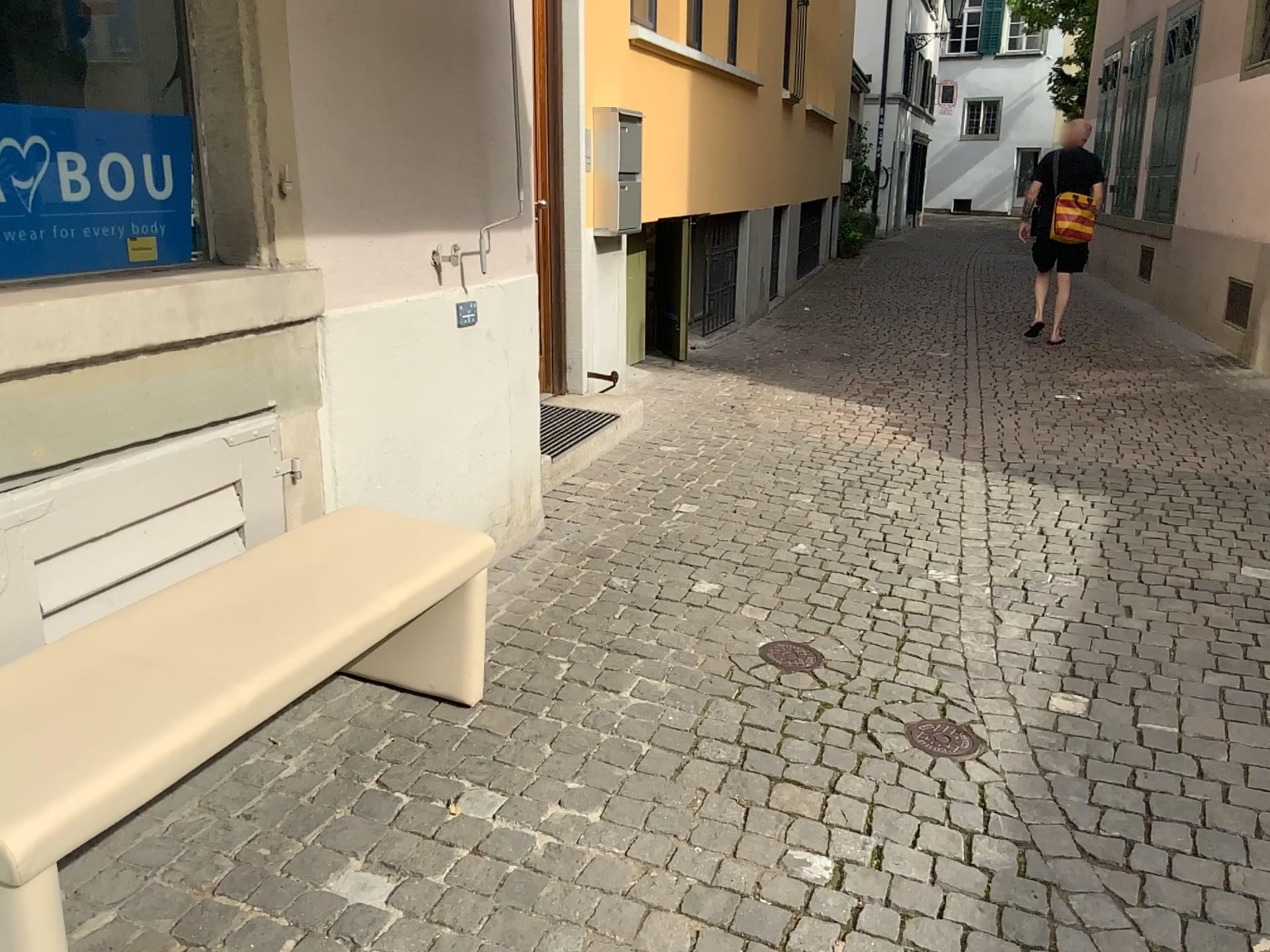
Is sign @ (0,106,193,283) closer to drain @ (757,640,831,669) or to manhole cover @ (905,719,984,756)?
drain @ (757,640,831,669)

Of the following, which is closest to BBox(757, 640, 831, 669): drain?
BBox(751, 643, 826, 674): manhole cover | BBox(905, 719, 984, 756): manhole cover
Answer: BBox(751, 643, 826, 674): manhole cover

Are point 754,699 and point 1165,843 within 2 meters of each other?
yes

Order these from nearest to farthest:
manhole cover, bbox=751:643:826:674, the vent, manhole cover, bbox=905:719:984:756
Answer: manhole cover, bbox=905:719:984:756 < manhole cover, bbox=751:643:826:674 < the vent

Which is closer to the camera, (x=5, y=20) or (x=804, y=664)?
(x=5, y=20)

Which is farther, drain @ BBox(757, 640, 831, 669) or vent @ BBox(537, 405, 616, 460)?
vent @ BBox(537, 405, 616, 460)

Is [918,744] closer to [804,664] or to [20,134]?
[804,664]

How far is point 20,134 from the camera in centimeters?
215cm

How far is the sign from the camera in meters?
2.2 m

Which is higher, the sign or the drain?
the sign
